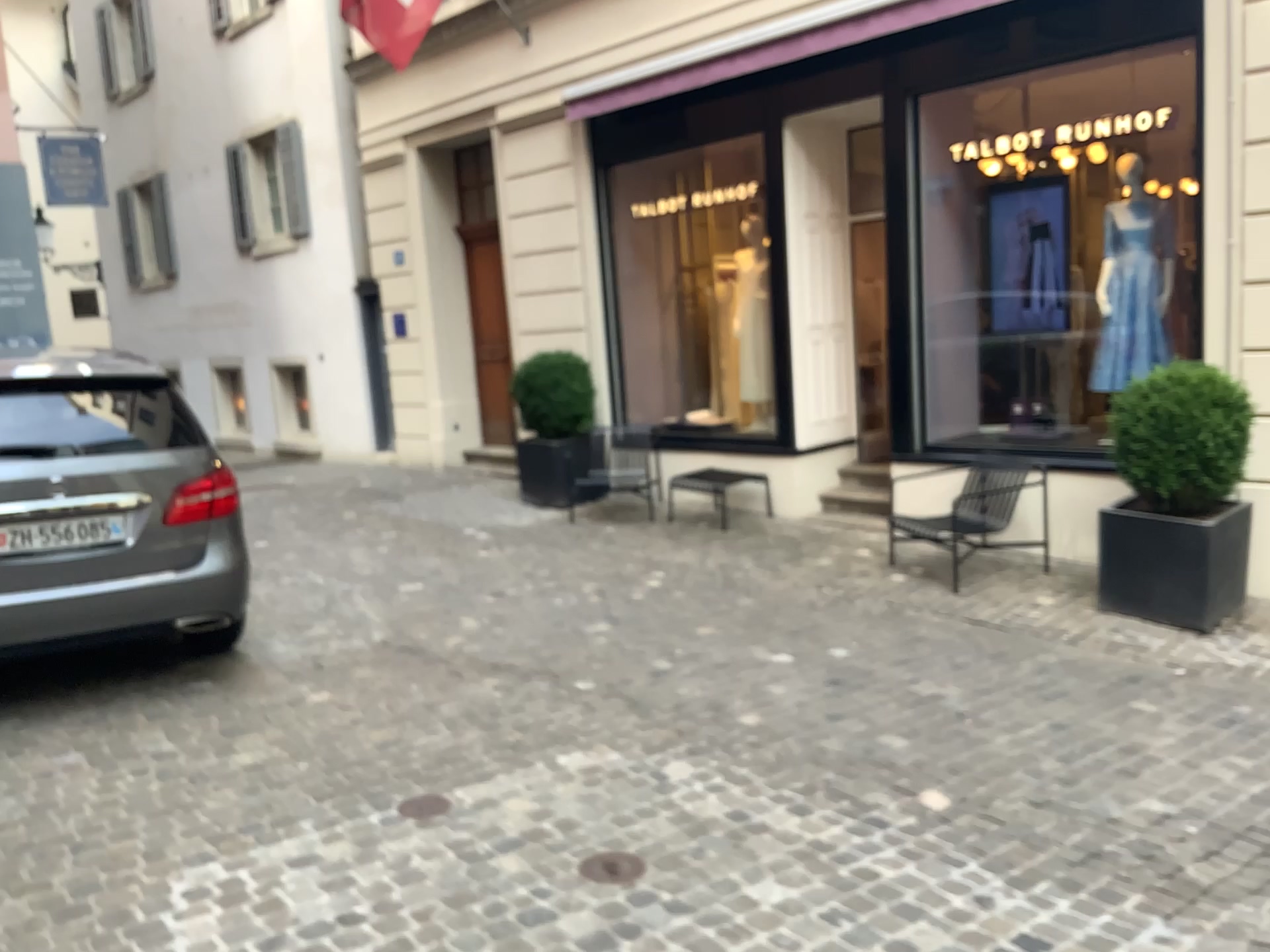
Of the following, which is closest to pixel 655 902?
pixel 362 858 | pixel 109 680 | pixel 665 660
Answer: pixel 362 858
